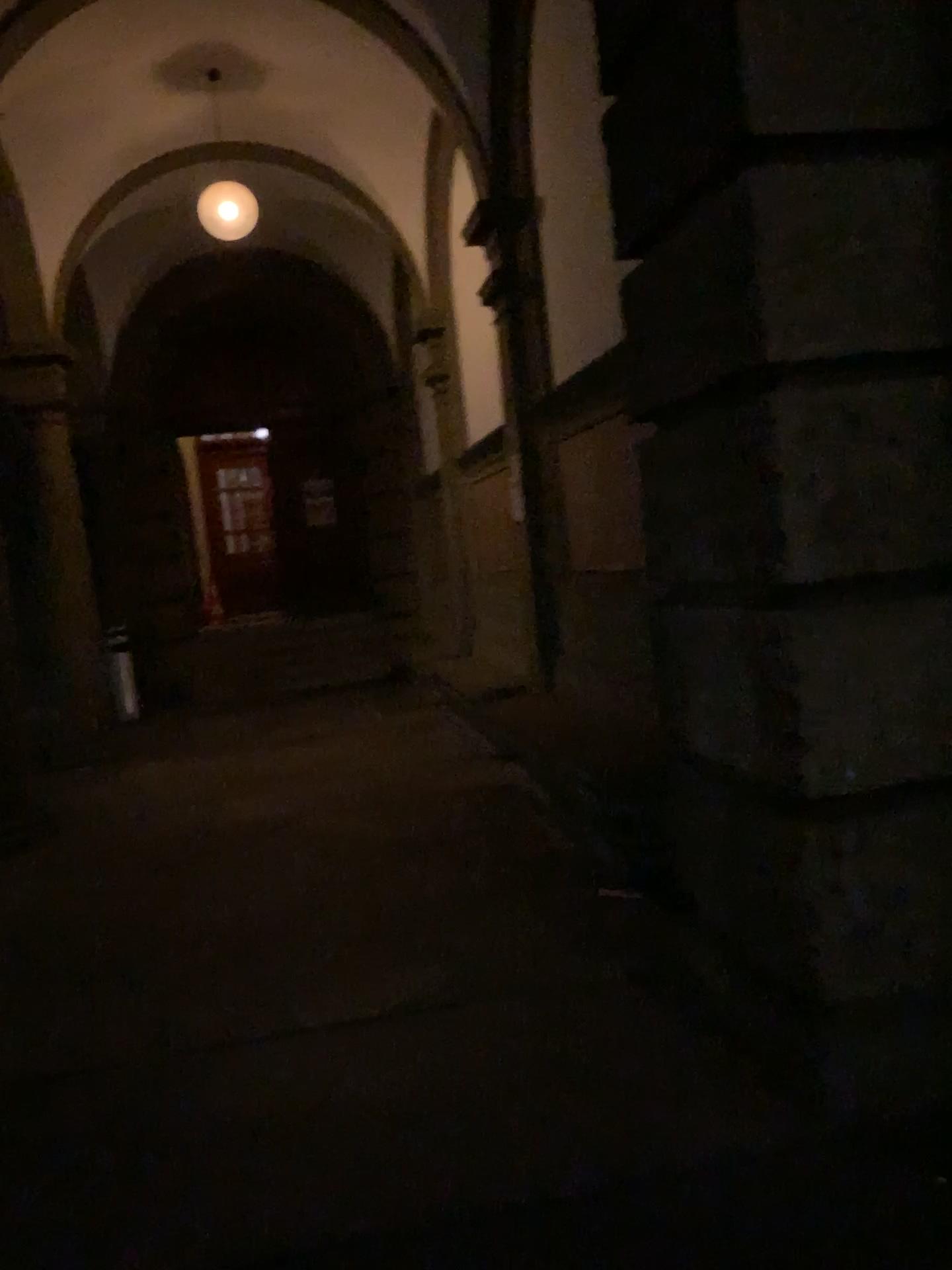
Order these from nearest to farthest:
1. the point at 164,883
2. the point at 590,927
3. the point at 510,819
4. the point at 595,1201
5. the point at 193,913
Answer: the point at 595,1201 < the point at 590,927 < the point at 193,913 < the point at 164,883 < the point at 510,819
